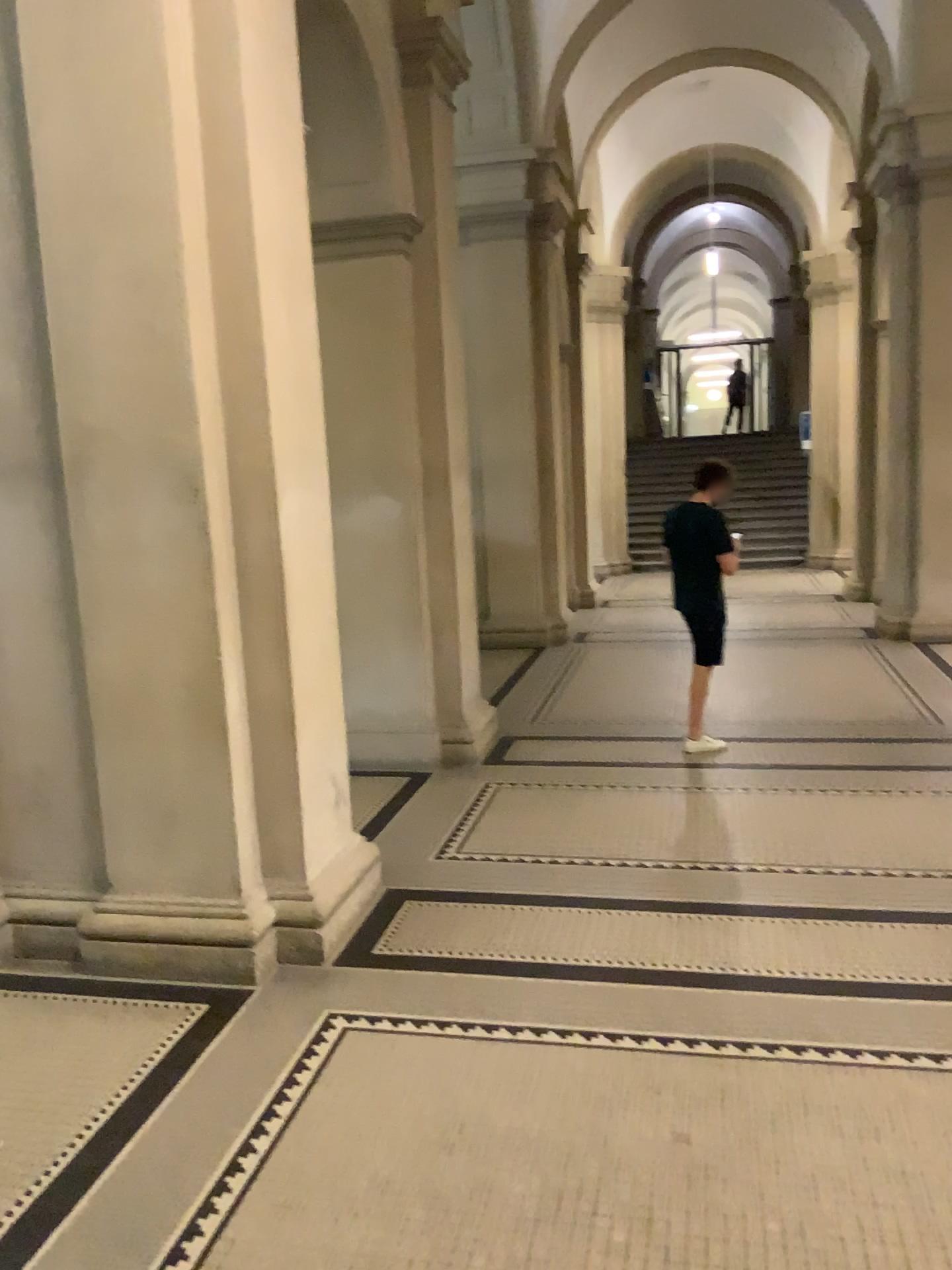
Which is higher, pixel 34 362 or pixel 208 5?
pixel 208 5

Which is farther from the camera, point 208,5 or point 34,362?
point 34,362

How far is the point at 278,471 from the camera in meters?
3.8

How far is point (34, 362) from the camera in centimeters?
387cm

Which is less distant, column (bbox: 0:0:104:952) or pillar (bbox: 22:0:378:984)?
pillar (bbox: 22:0:378:984)

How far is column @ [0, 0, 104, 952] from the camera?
3.87m
